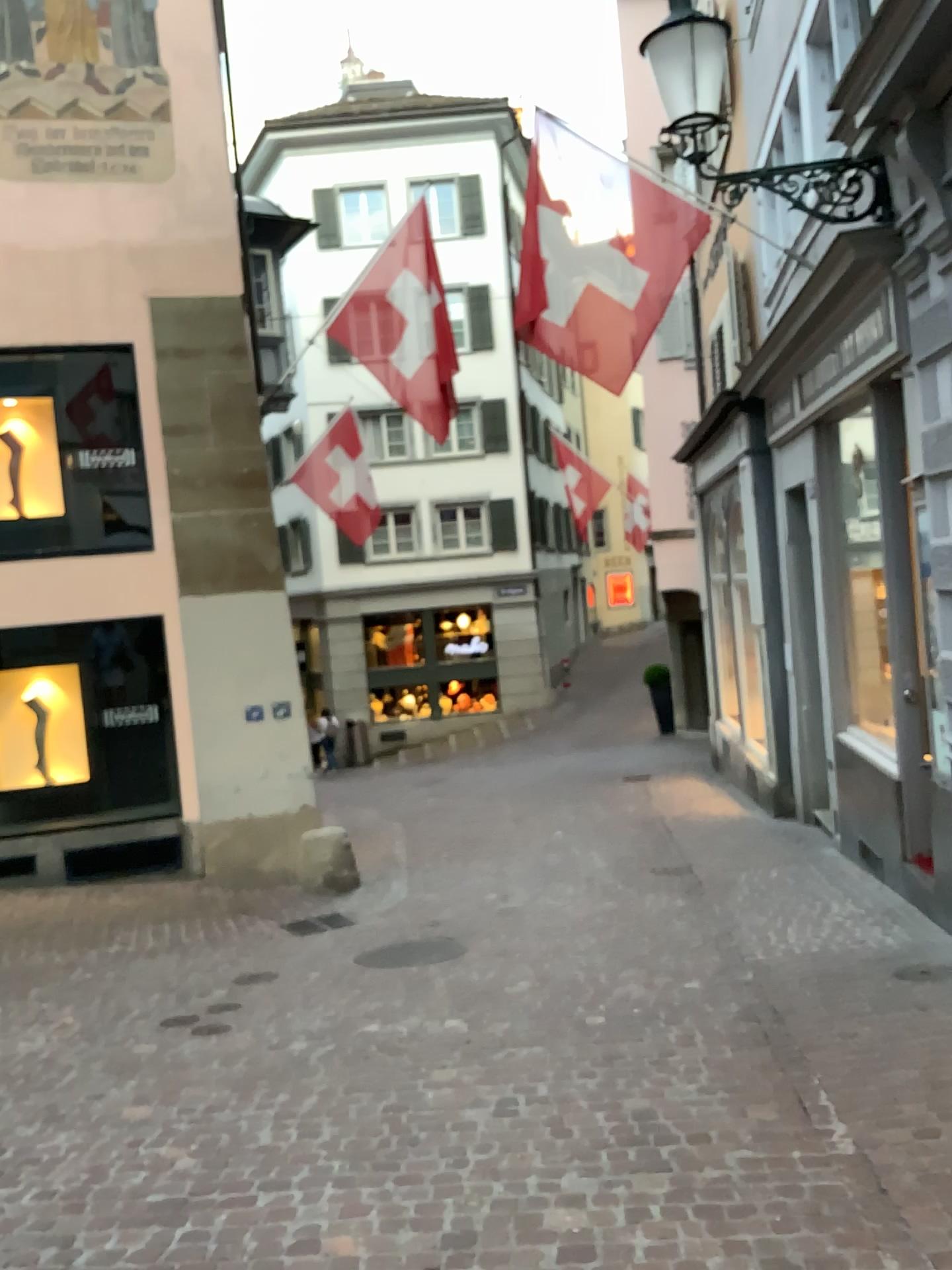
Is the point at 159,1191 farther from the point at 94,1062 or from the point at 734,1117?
the point at 734,1117
